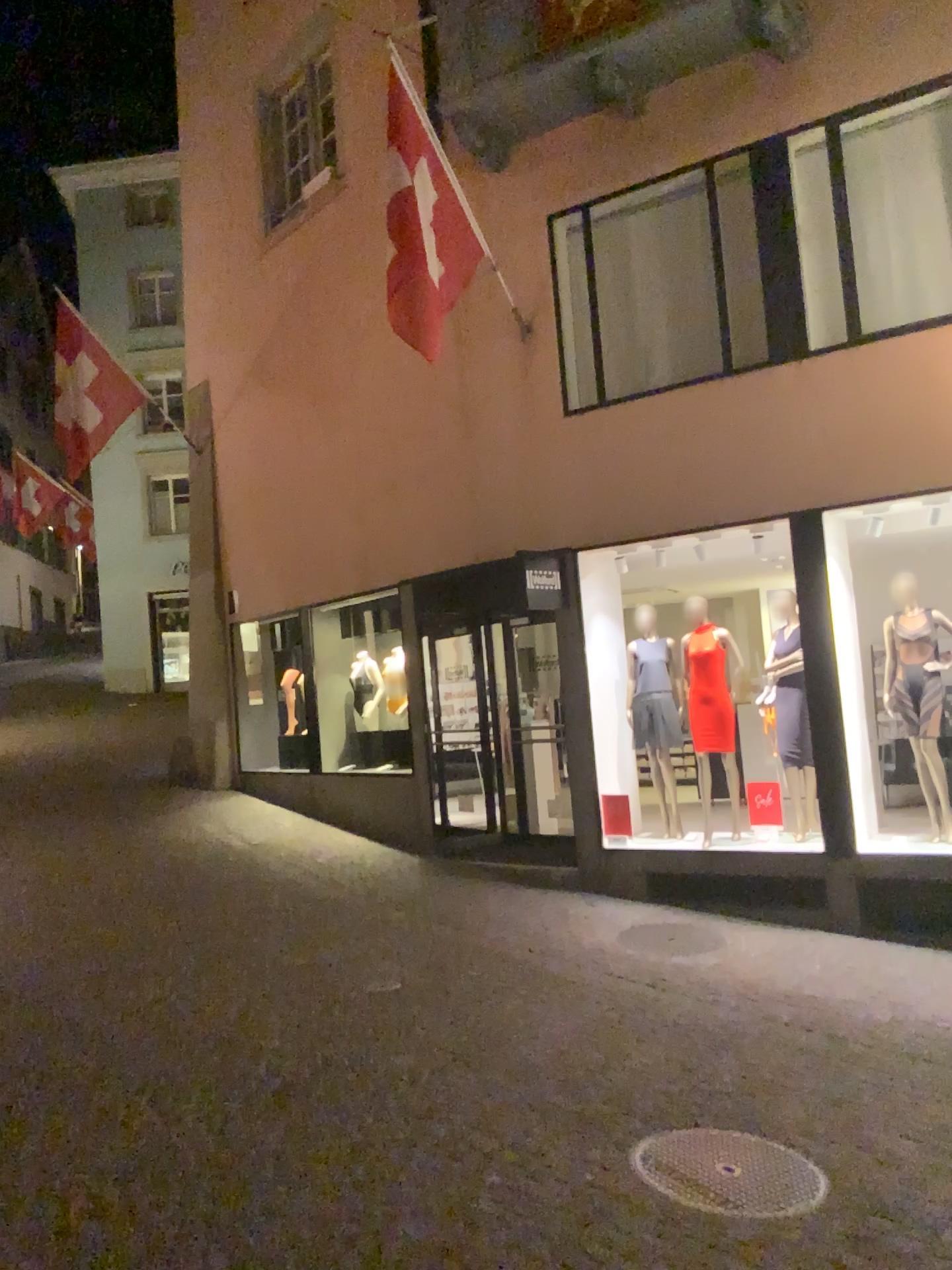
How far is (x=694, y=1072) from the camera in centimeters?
475cm
